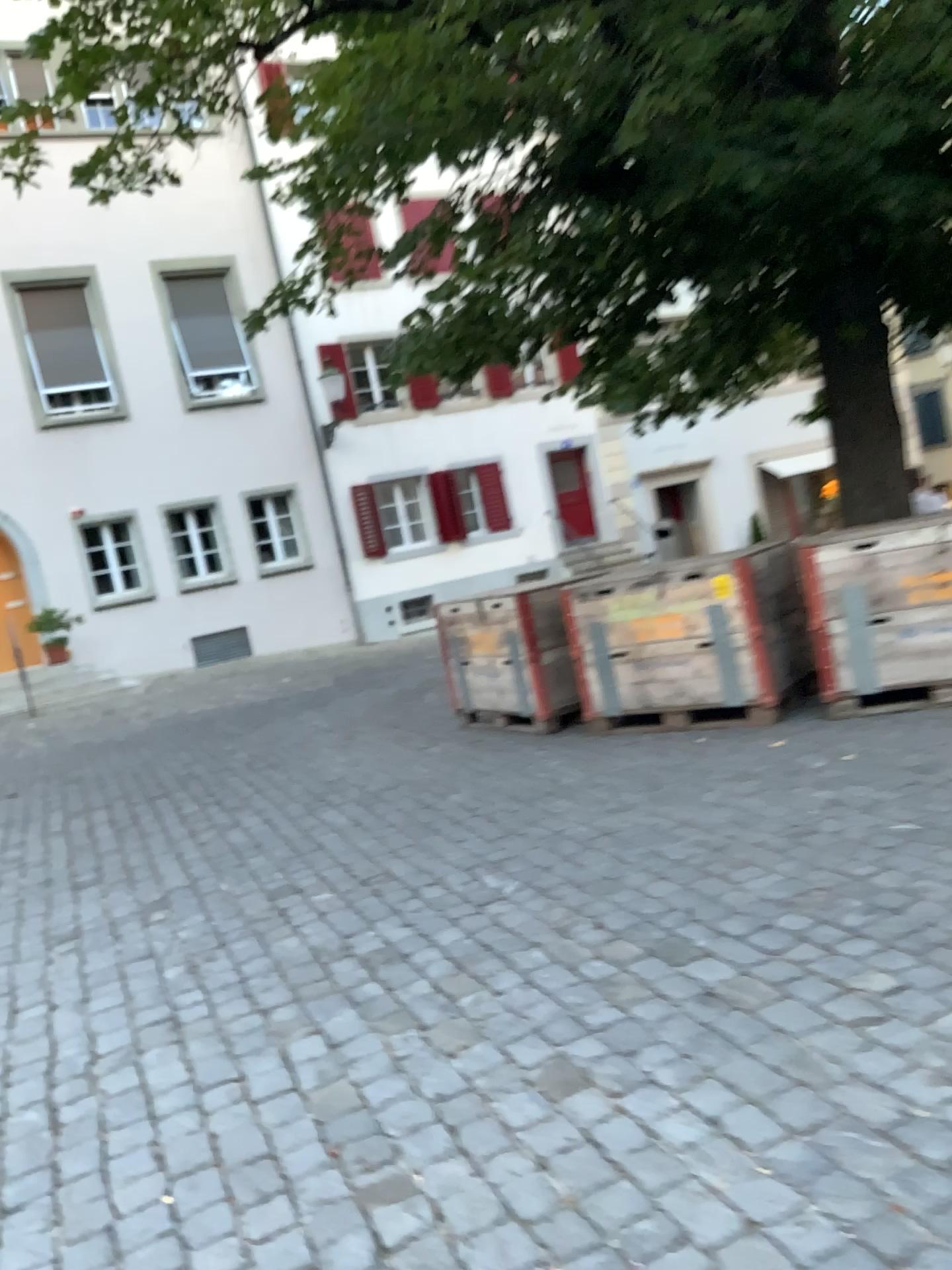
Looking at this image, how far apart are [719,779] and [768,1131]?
2.88m
